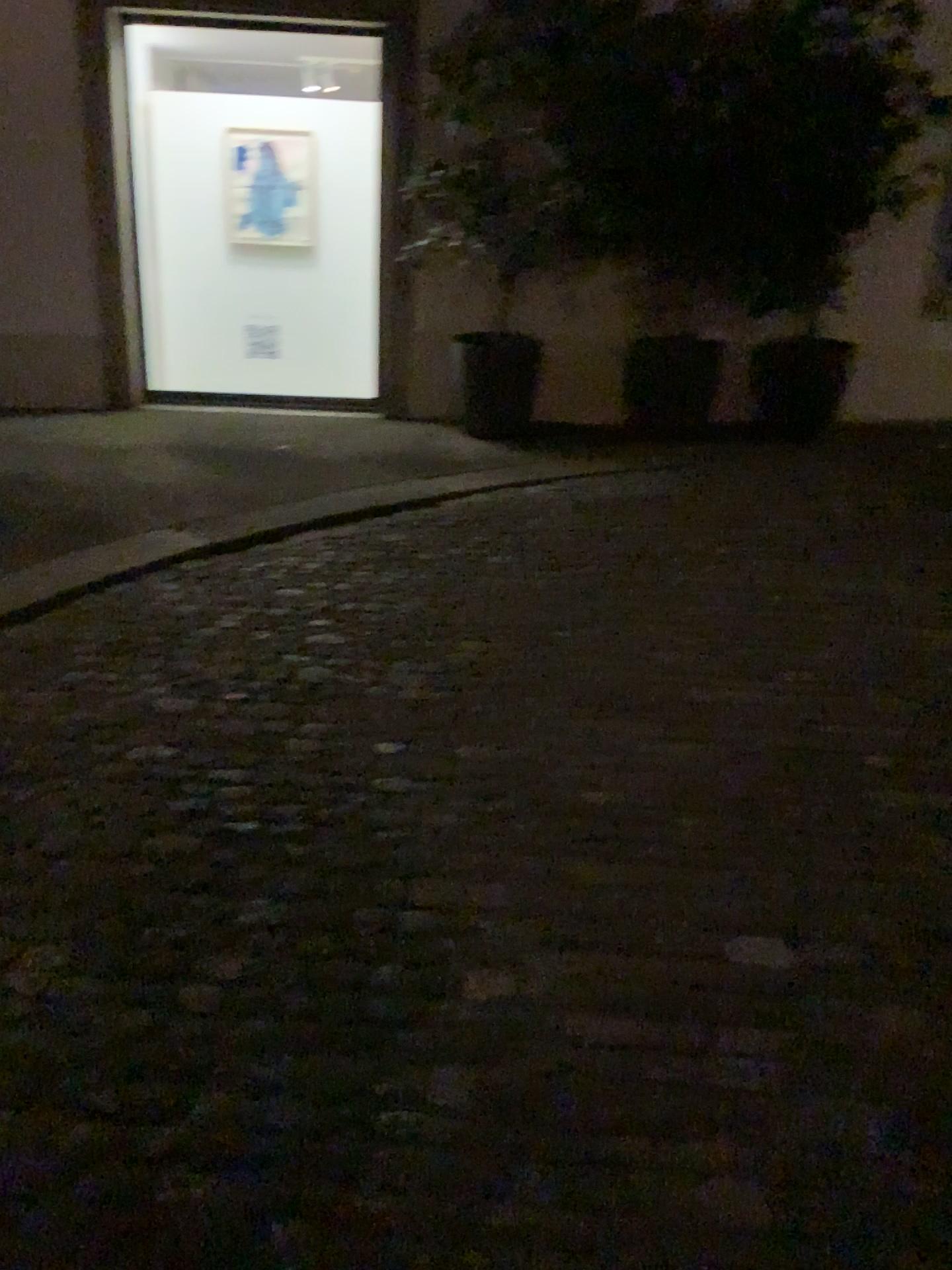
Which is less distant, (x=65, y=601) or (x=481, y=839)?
(x=481, y=839)
